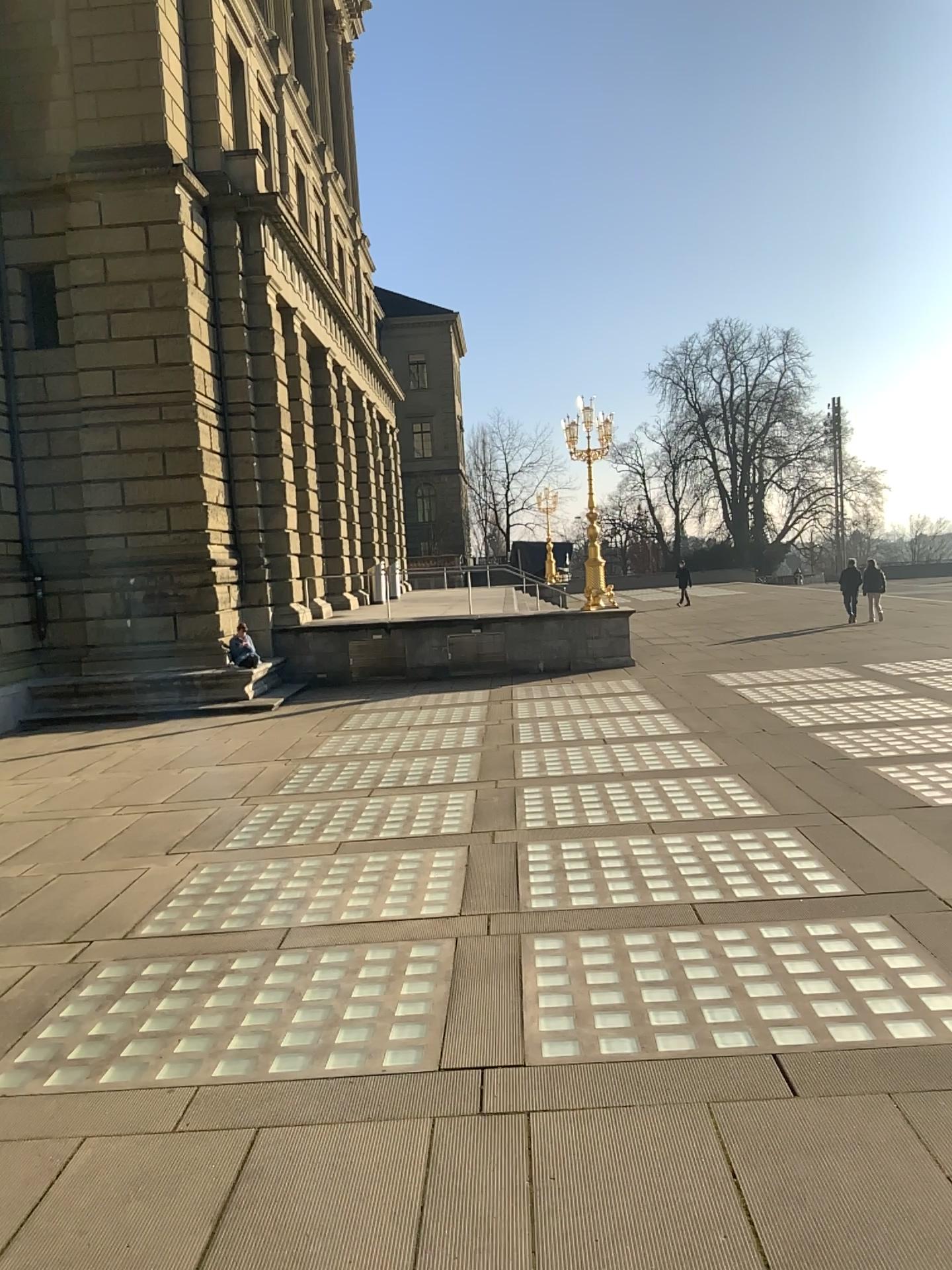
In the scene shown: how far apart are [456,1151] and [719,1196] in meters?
1.0 m
